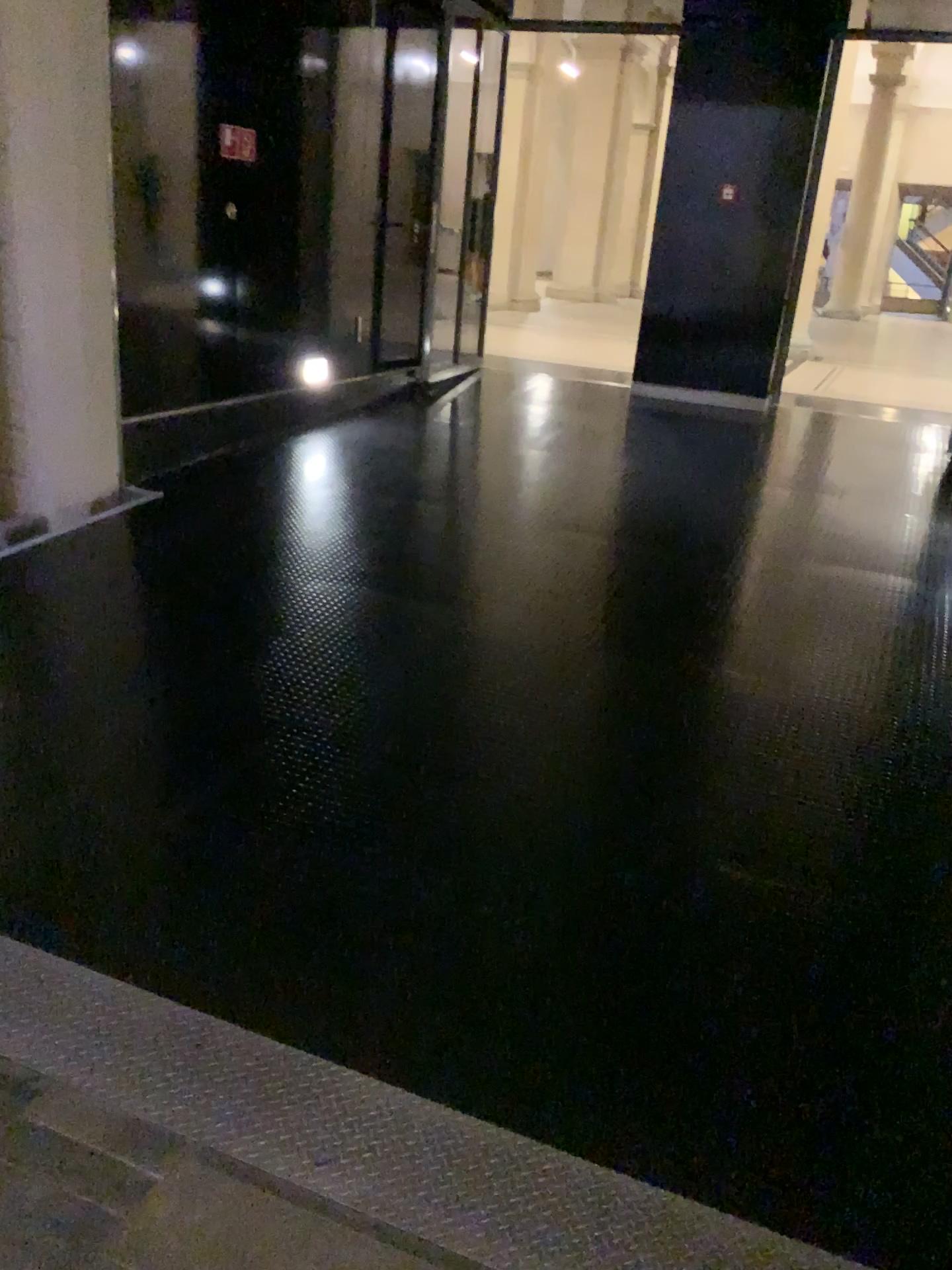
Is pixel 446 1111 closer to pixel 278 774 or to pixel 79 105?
pixel 278 774
